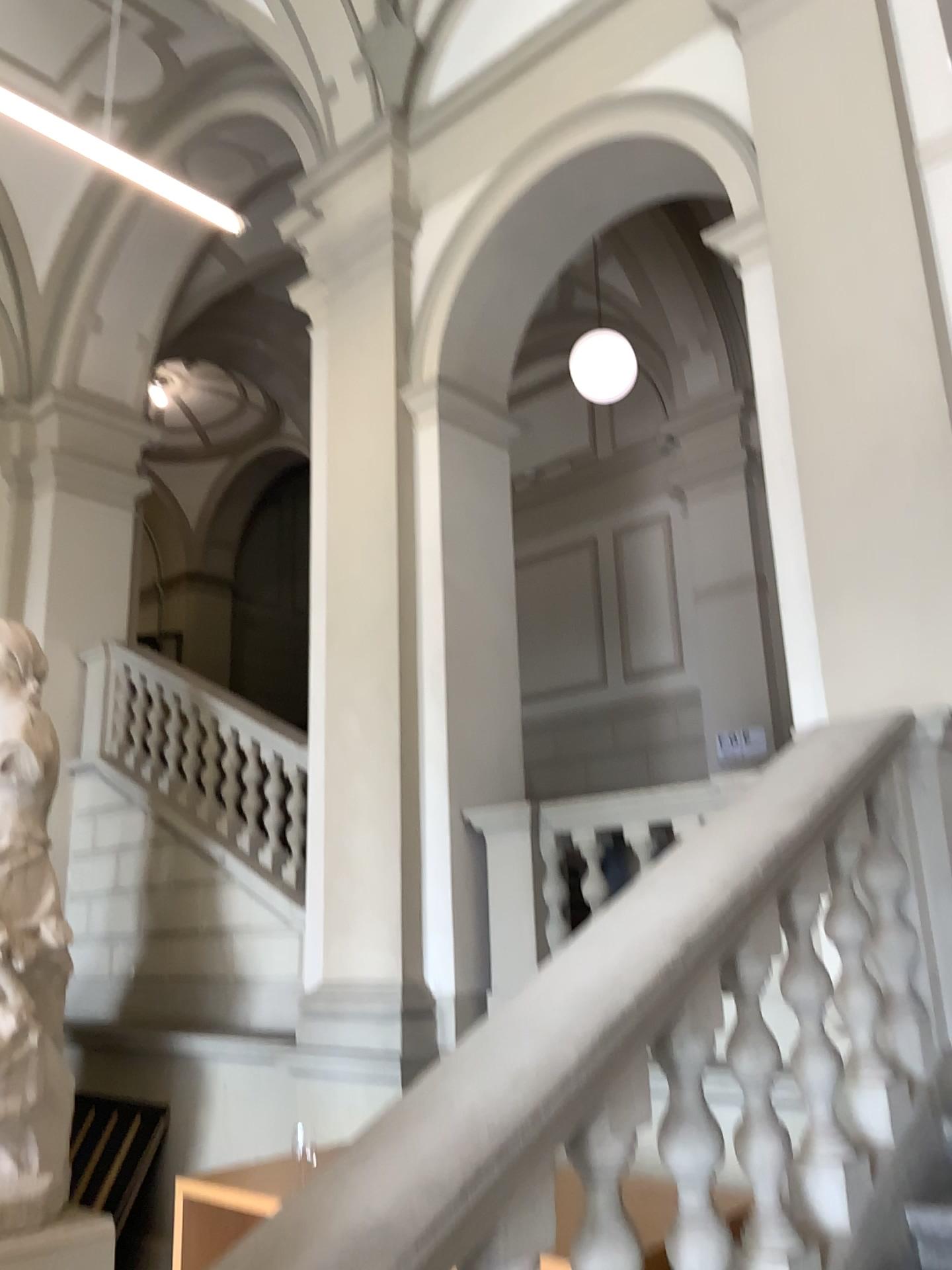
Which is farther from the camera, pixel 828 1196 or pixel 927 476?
pixel 927 476

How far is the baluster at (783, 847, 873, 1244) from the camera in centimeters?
225cm

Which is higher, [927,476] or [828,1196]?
[927,476]

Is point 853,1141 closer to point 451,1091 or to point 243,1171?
point 451,1091

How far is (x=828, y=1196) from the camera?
2.3m

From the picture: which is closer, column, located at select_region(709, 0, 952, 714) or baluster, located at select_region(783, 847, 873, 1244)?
baluster, located at select_region(783, 847, 873, 1244)

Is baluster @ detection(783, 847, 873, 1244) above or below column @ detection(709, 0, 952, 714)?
below
